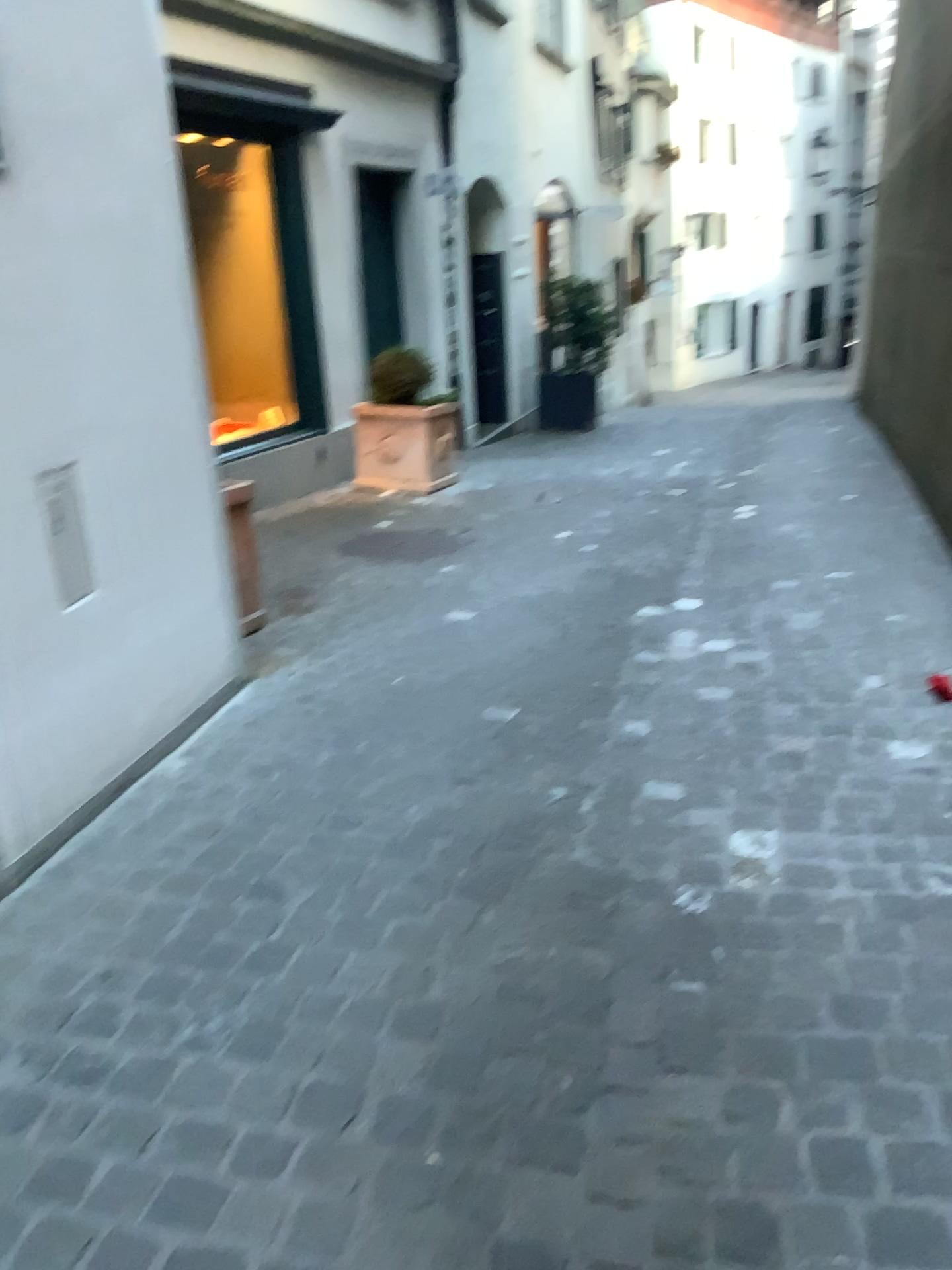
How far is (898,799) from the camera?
2.6 meters
